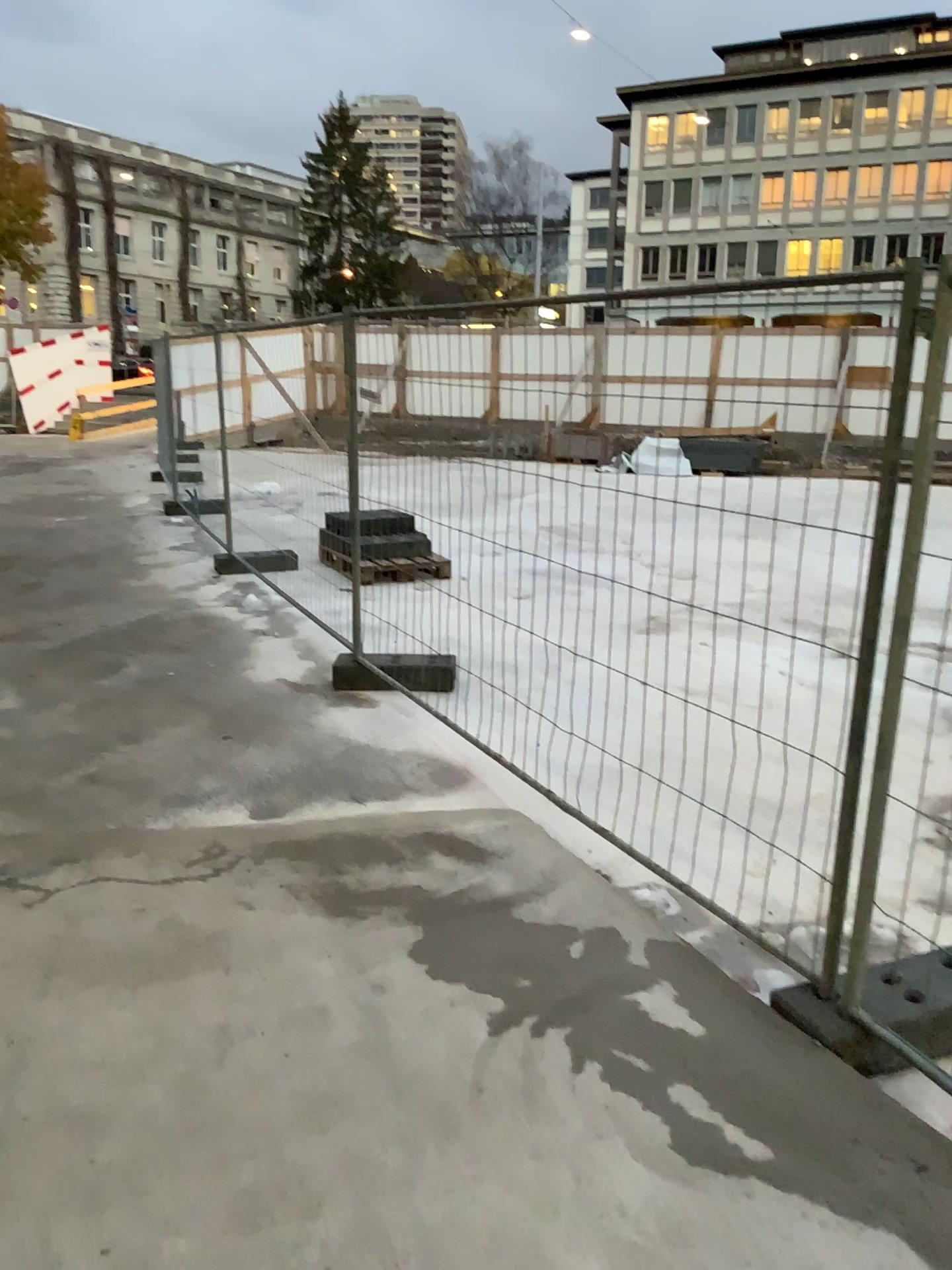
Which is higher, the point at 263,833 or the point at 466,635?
the point at 466,635
